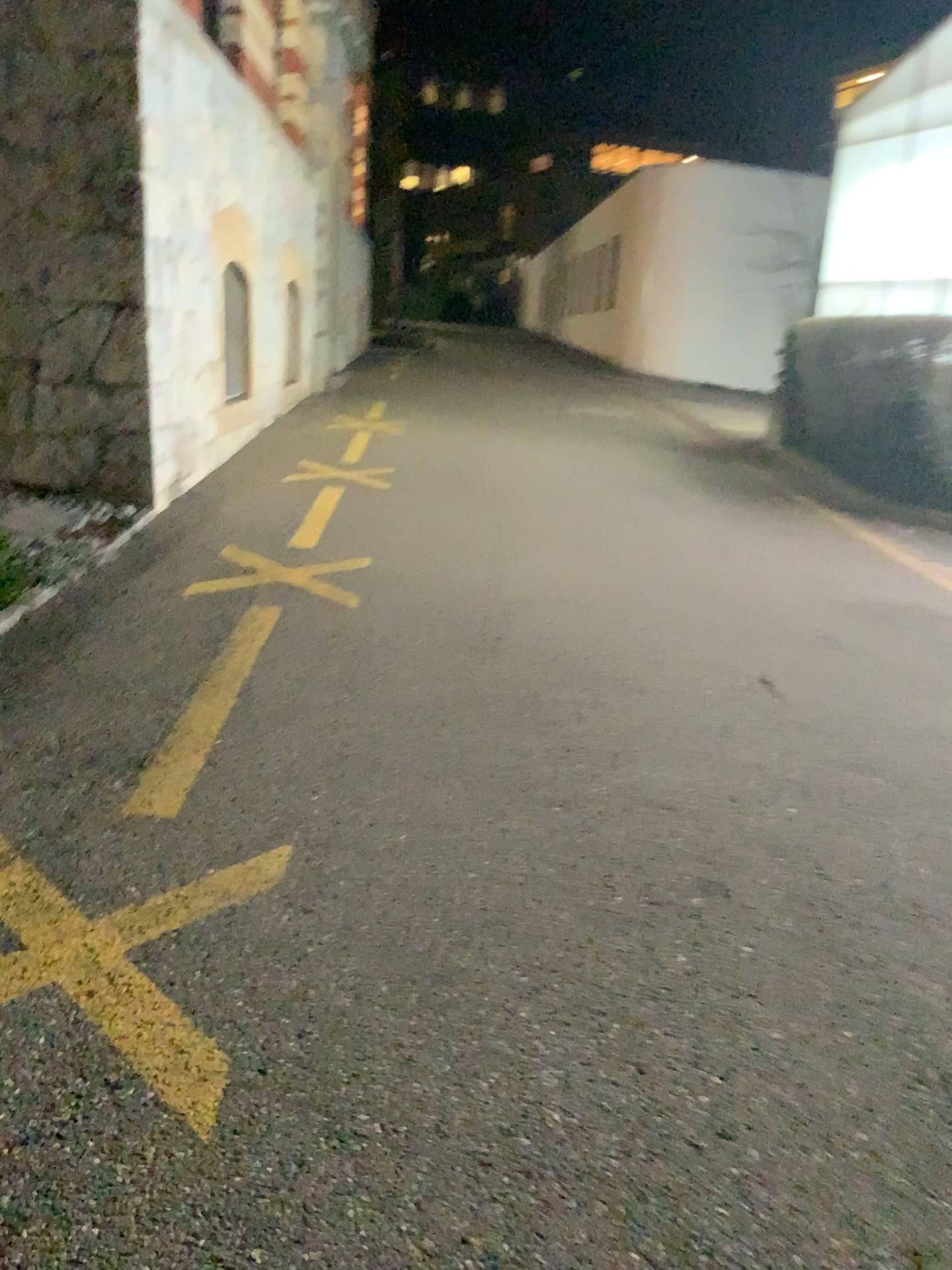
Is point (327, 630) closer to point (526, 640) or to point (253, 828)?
point (526, 640)
